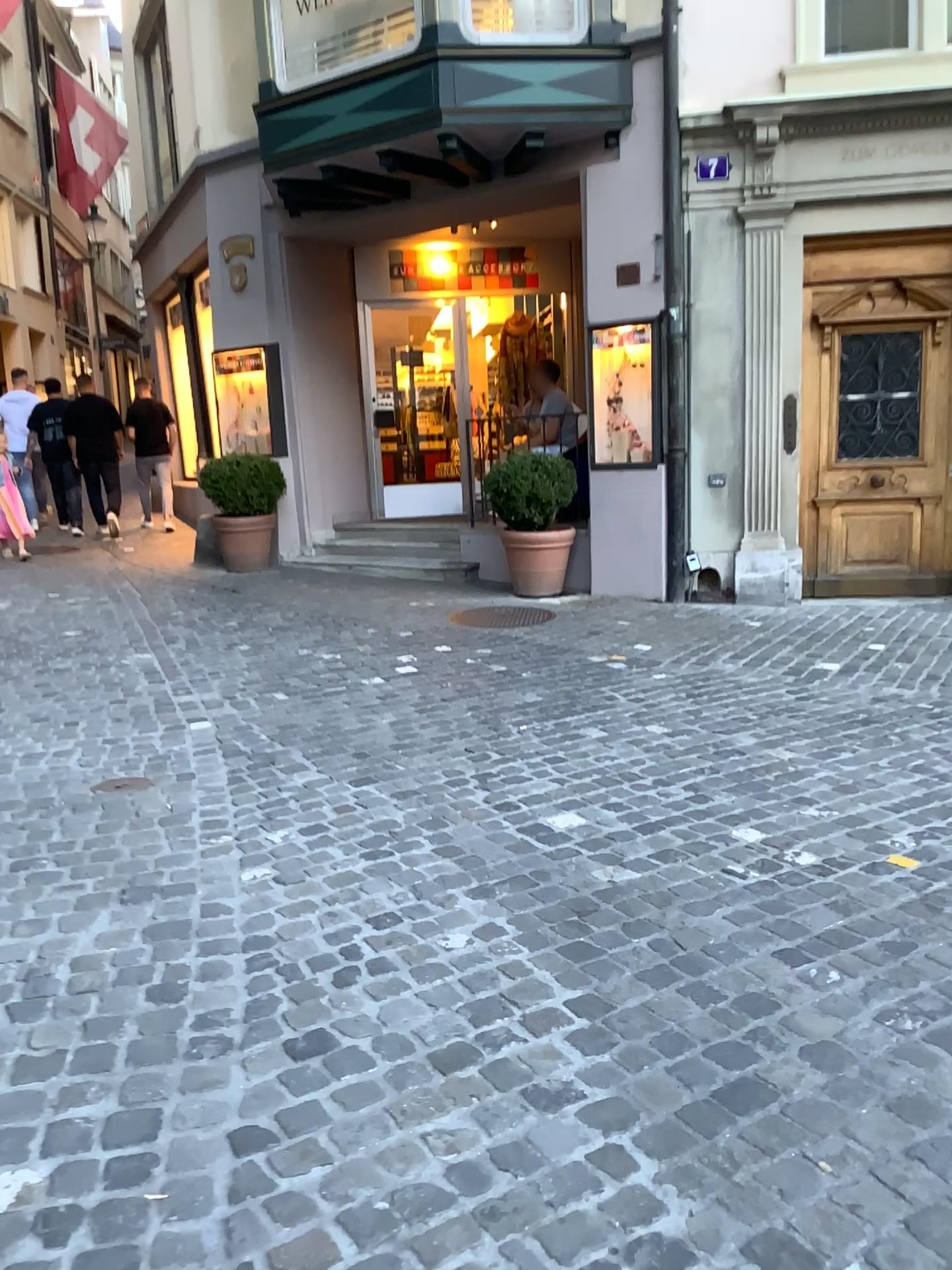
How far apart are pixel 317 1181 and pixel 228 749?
2.6 meters
